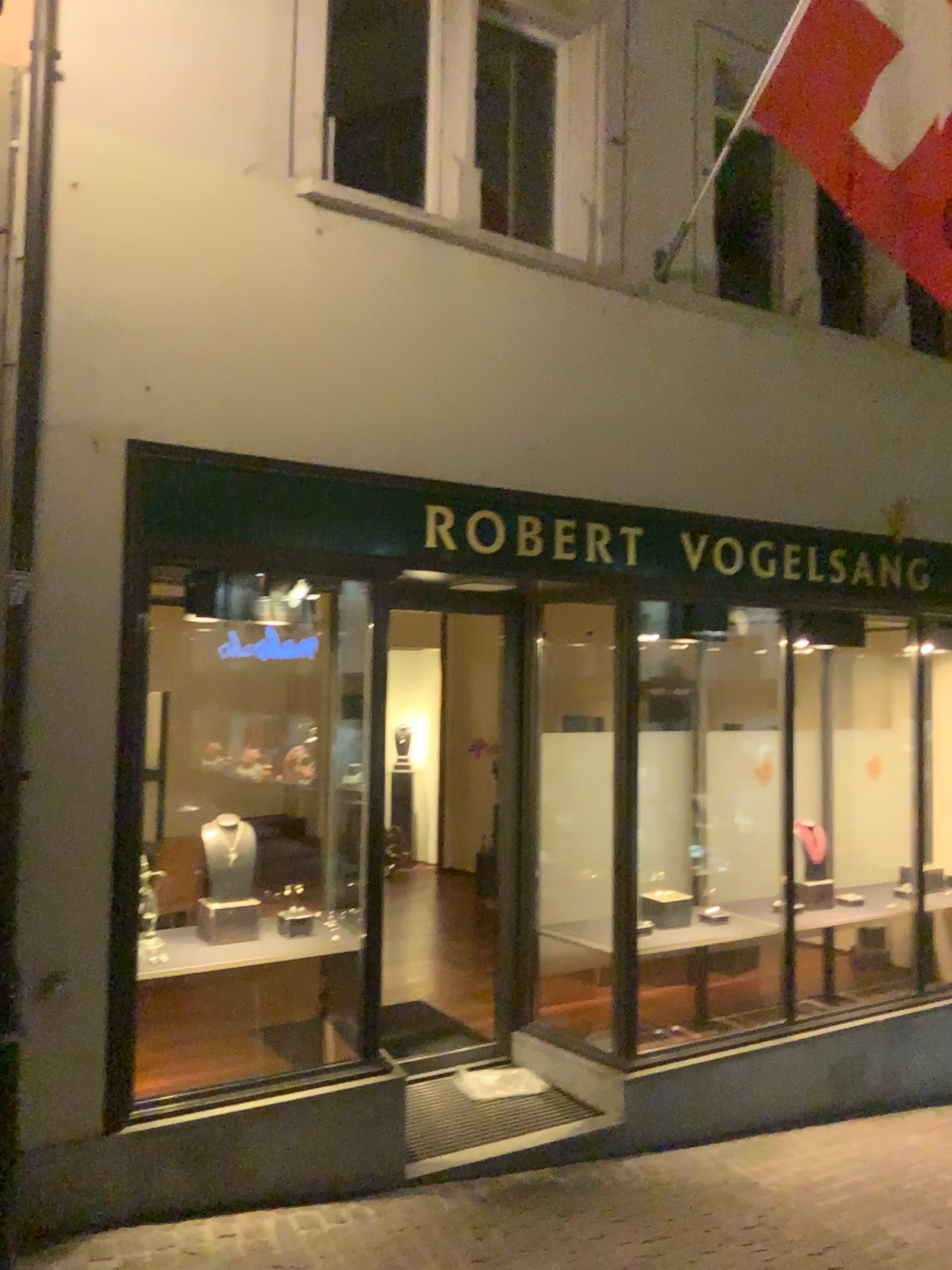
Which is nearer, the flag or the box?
the flag

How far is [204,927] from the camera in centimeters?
434cm

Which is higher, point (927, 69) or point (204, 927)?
point (927, 69)

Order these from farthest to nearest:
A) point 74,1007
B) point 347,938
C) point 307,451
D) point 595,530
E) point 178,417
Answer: point 595,530, point 347,938, point 307,451, point 178,417, point 74,1007

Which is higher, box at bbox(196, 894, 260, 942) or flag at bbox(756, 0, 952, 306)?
flag at bbox(756, 0, 952, 306)

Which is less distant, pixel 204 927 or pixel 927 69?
pixel 927 69

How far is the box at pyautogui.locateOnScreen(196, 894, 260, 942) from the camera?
4.34m
